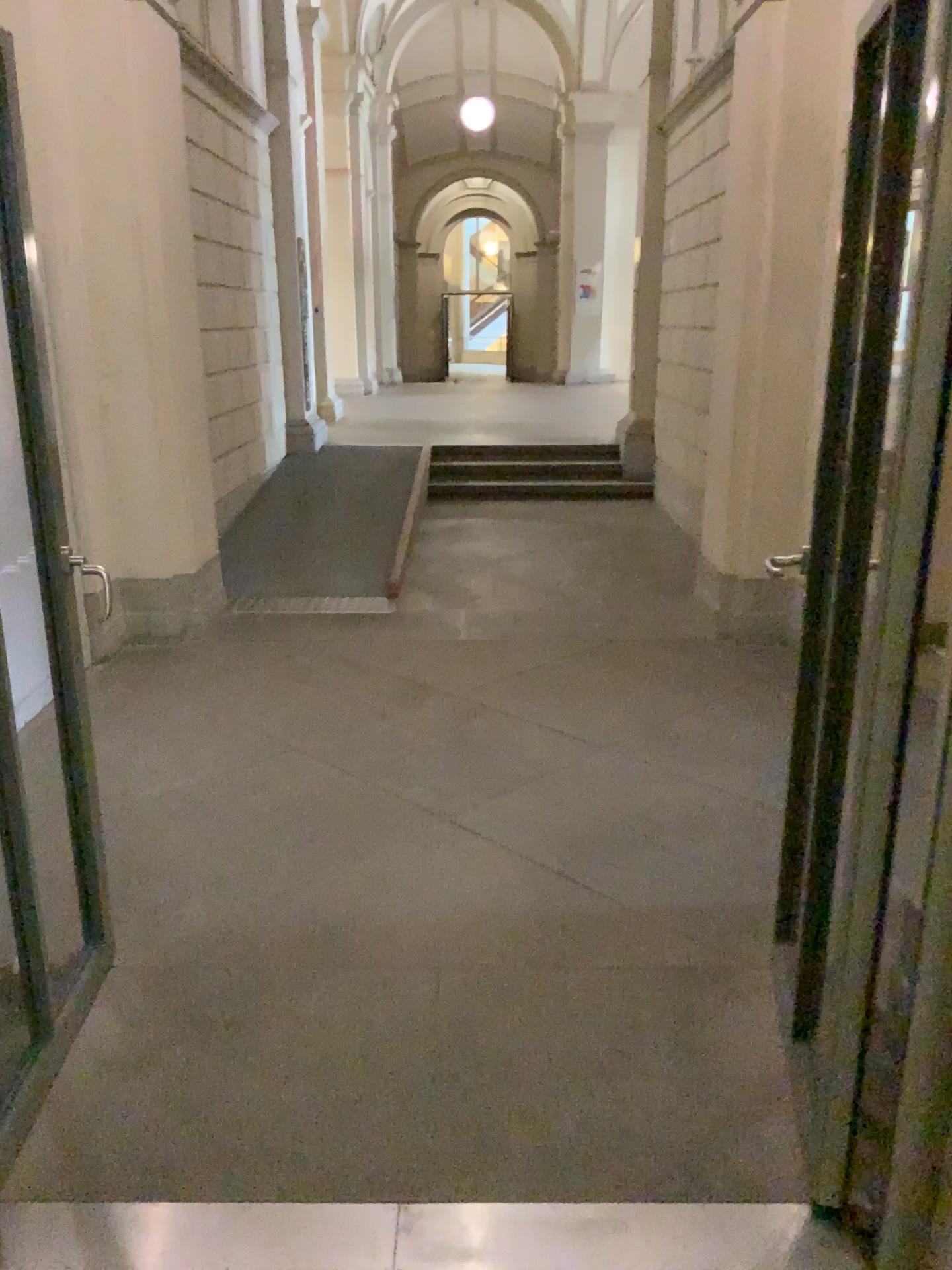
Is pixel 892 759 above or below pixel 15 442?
below

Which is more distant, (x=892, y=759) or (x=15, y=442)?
(x=15, y=442)

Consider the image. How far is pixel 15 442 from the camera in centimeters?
221cm

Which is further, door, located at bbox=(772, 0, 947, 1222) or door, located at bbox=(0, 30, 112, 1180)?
door, located at bbox=(0, 30, 112, 1180)

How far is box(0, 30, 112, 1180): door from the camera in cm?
221

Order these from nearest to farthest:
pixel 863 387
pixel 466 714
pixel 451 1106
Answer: pixel 863 387, pixel 451 1106, pixel 466 714
